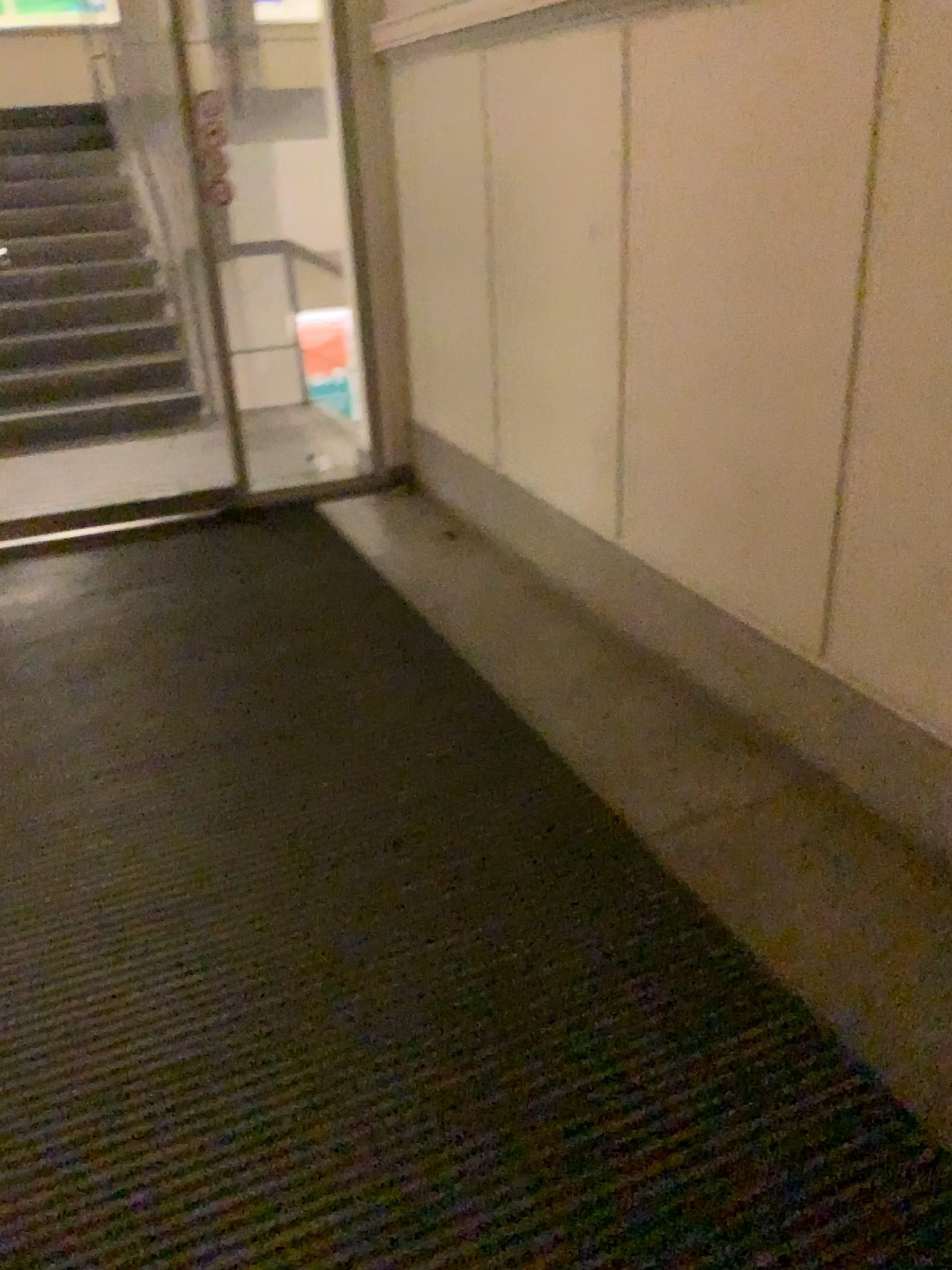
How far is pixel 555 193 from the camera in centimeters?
311cm
